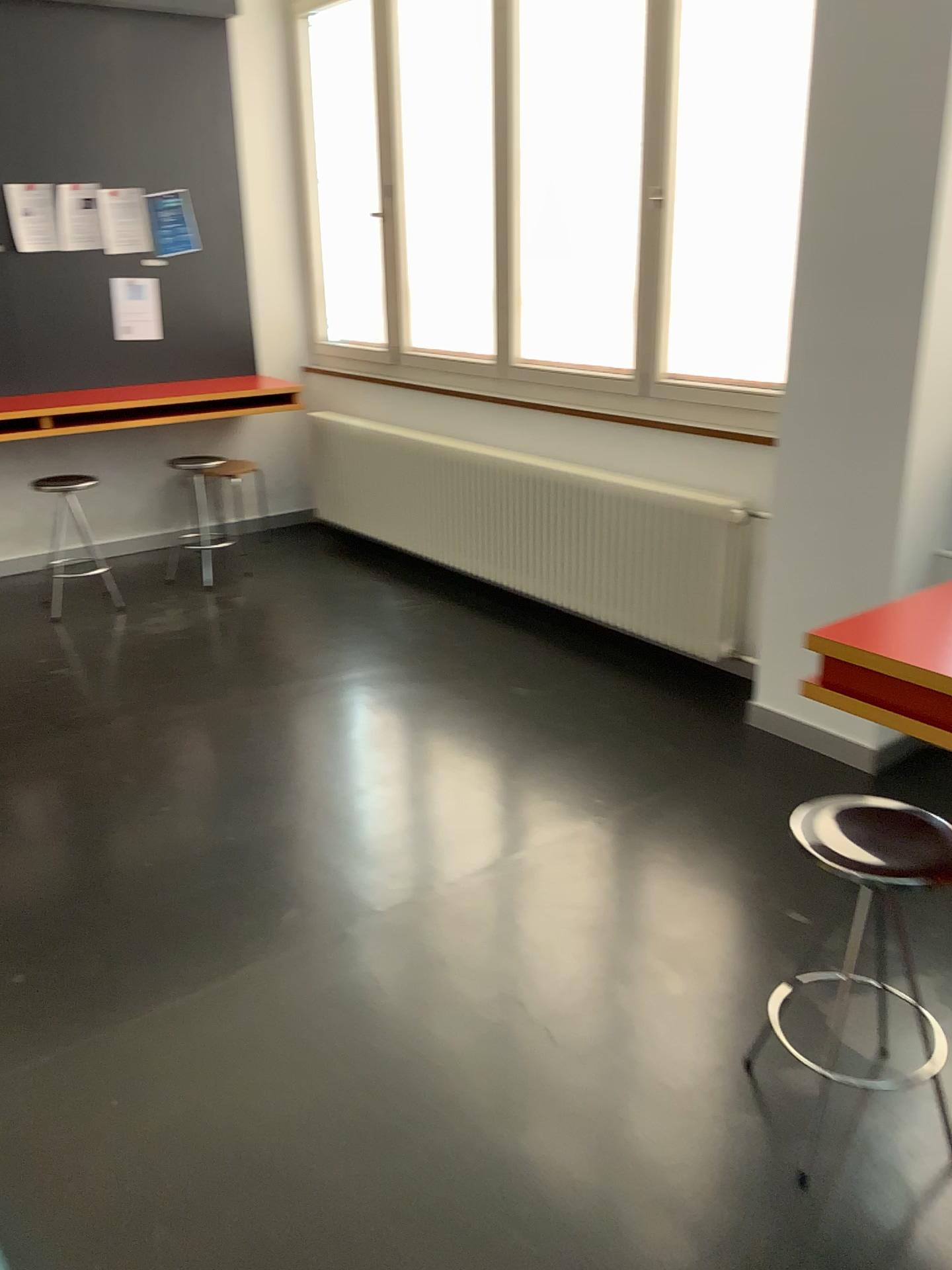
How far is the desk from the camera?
1.7m

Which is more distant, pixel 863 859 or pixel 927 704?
pixel 863 859

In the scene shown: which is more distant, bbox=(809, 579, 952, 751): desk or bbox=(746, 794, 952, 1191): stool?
bbox=(746, 794, 952, 1191): stool

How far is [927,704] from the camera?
1.72m

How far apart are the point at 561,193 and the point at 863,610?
2.4m

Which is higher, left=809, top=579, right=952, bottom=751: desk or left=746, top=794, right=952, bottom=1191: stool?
left=809, top=579, right=952, bottom=751: desk

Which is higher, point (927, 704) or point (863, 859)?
point (927, 704)
